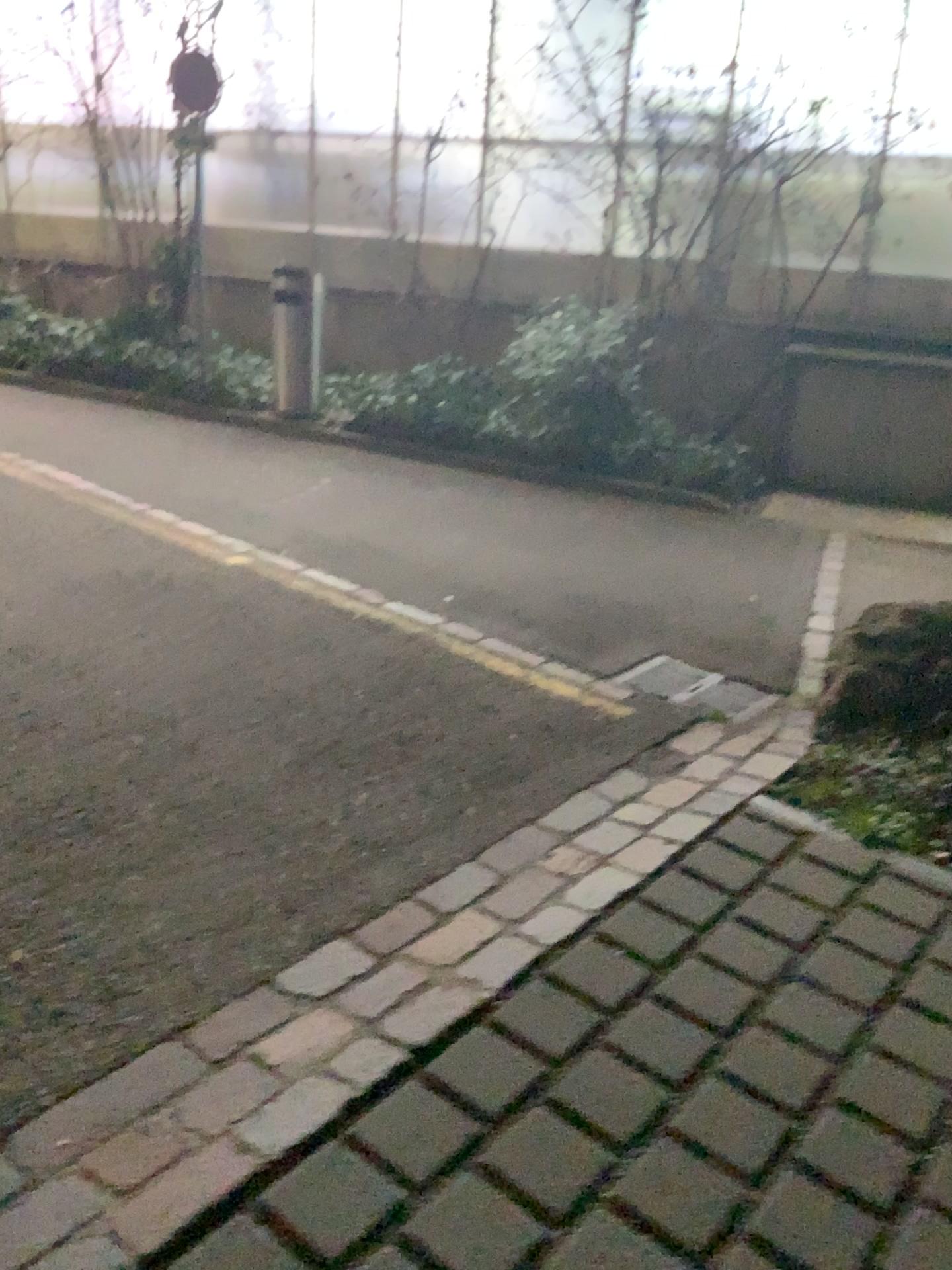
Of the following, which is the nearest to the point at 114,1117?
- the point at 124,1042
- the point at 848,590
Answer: the point at 124,1042

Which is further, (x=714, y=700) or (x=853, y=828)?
(x=714, y=700)

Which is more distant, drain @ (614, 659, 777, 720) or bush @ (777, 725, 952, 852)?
drain @ (614, 659, 777, 720)
